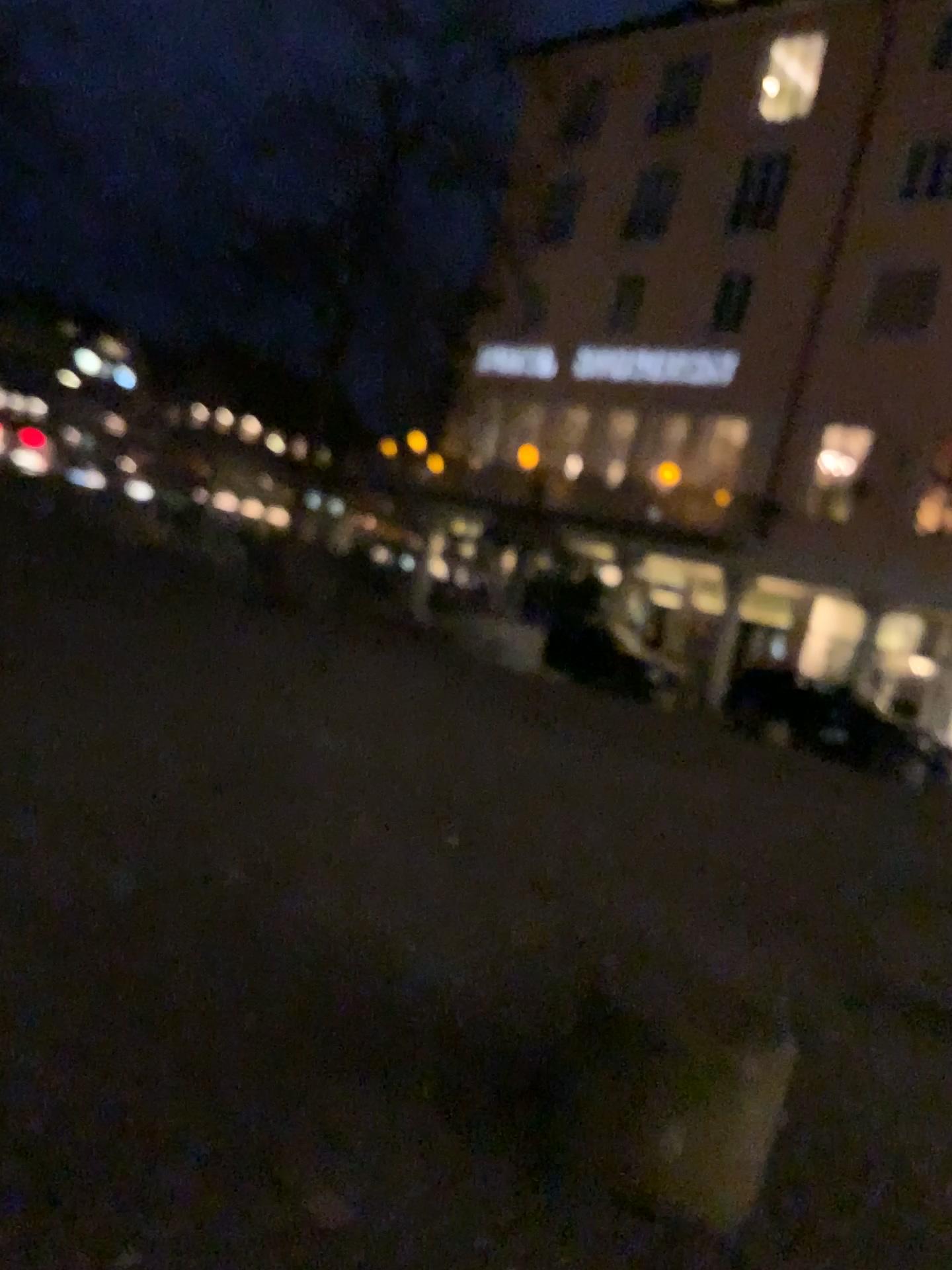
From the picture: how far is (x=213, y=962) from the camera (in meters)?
3.07
